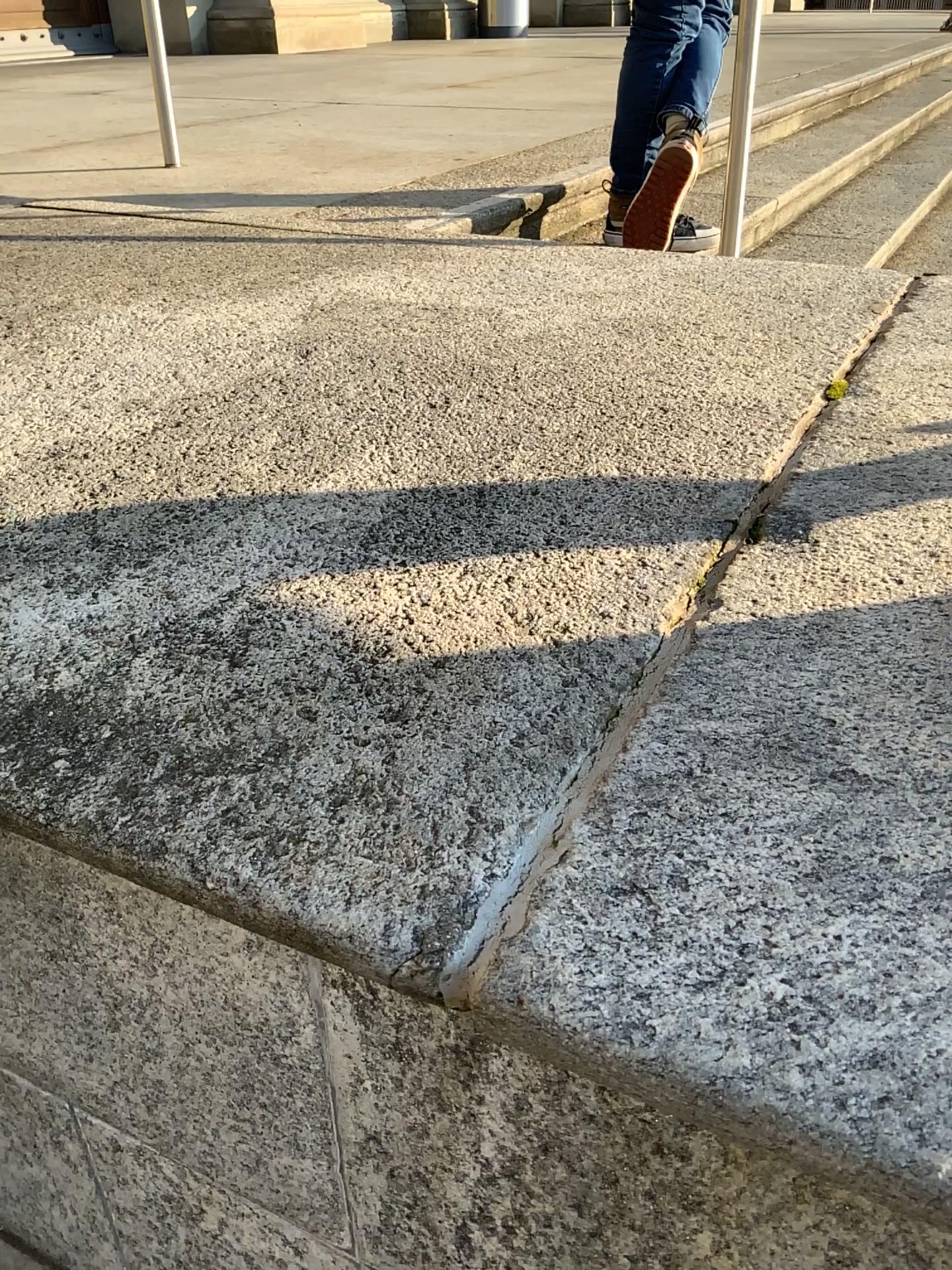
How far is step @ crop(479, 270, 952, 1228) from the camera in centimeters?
41cm

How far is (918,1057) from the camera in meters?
0.4 m

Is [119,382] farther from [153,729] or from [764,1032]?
[764,1032]
